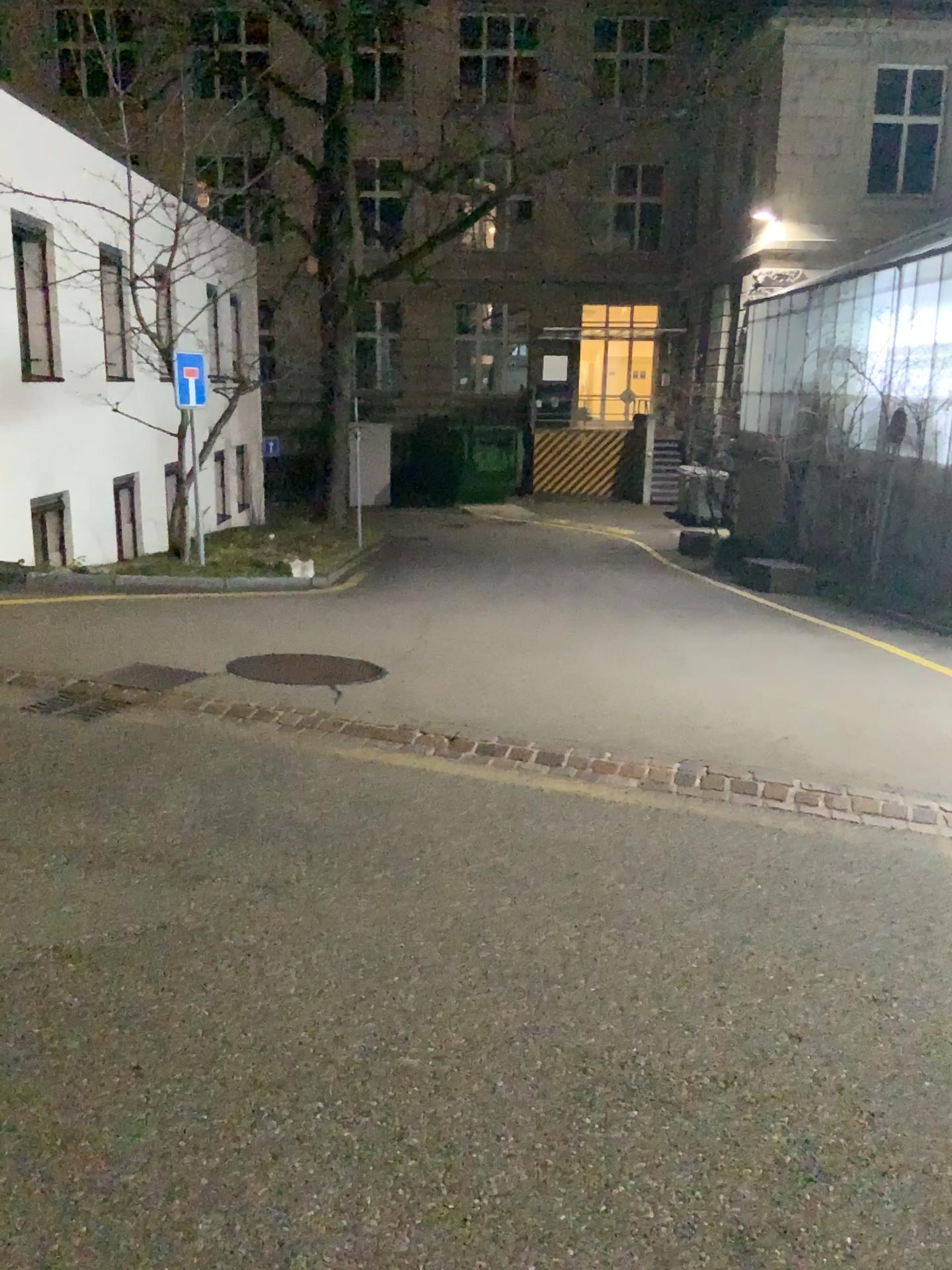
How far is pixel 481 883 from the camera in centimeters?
372cm
